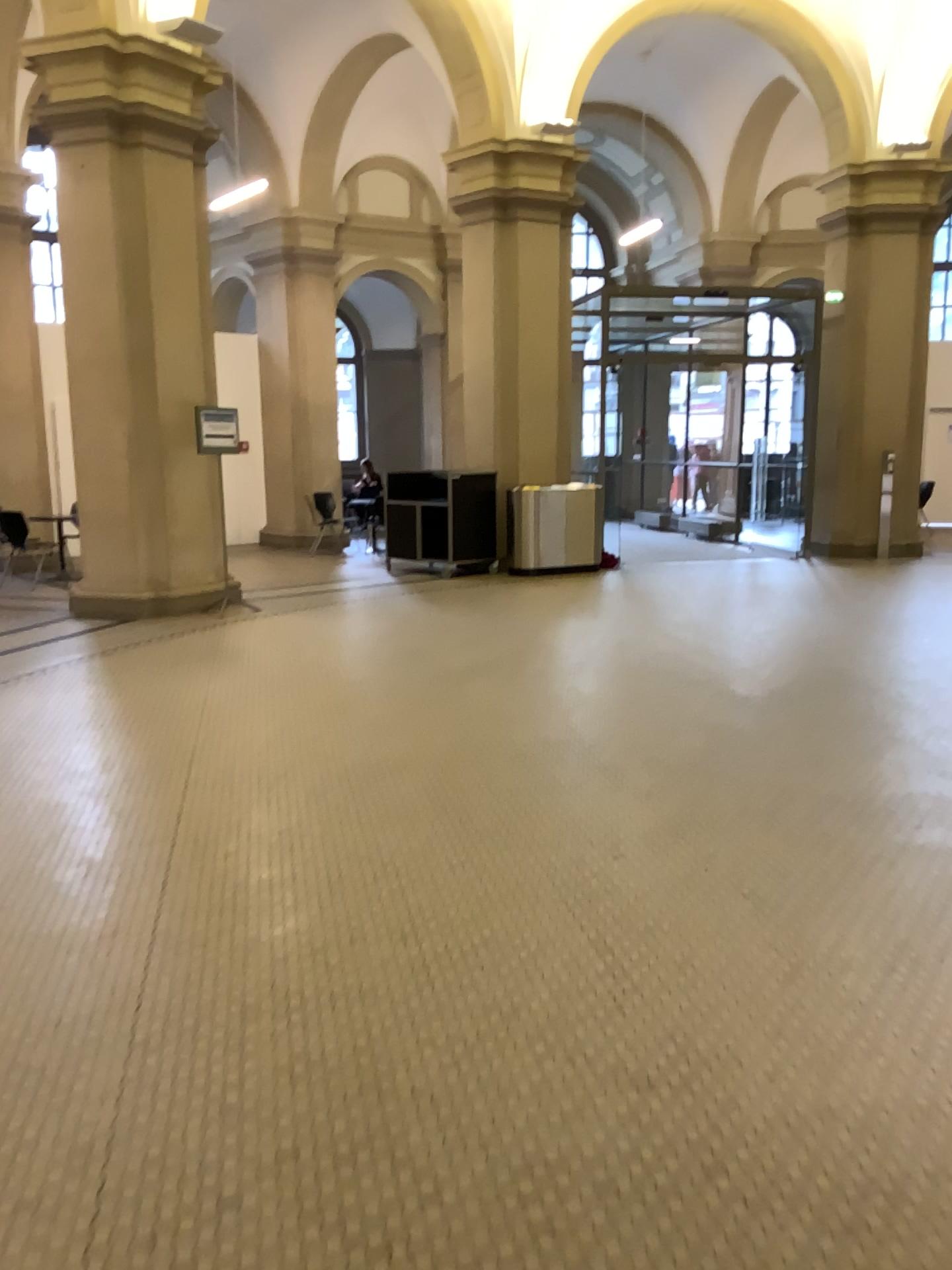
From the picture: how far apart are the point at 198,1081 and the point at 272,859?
1.35m
